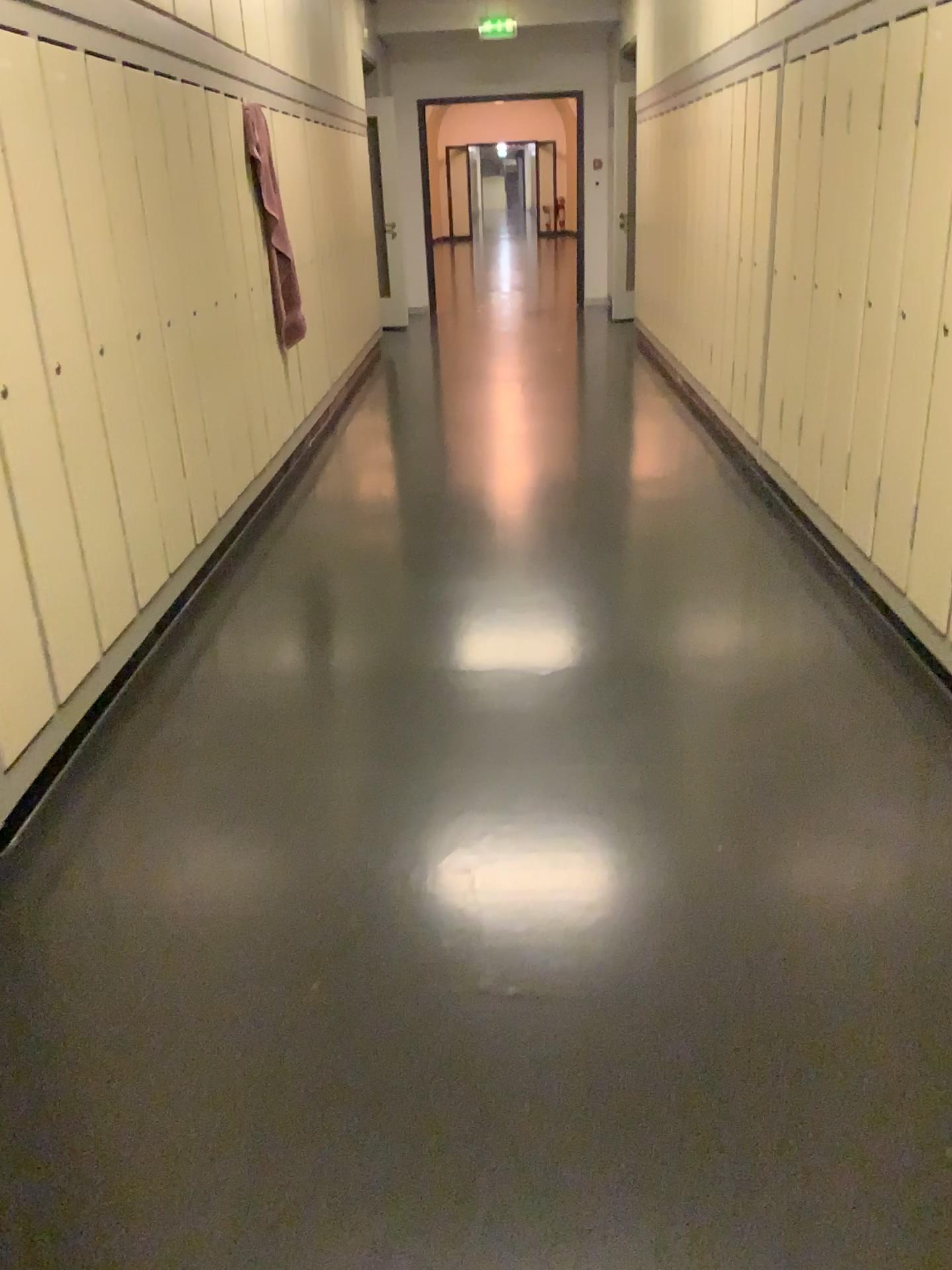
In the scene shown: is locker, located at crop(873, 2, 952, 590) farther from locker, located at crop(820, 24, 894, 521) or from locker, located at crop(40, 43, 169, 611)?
locker, located at crop(40, 43, 169, 611)

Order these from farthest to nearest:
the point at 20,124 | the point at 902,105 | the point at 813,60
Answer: the point at 813,60
the point at 902,105
the point at 20,124

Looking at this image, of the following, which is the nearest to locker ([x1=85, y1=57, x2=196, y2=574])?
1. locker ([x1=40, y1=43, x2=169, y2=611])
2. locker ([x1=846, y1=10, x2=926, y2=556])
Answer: locker ([x1=40, y1=43, x2=169, y2=611])

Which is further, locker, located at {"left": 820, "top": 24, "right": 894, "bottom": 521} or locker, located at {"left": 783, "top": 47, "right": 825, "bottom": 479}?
locker, located at {"left": 783, "top": 47, "right": 825, "bottom": 479}

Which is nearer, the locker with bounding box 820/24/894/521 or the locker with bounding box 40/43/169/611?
the locker with bounding box 40/43/169/611

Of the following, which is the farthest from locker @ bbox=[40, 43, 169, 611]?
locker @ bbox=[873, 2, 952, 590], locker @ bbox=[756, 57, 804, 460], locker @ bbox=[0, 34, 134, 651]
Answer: locker @ bbox=[756, 57, 804, 460]

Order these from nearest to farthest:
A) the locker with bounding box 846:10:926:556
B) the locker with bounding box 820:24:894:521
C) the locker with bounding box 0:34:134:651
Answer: the locker with bounding box 0:34:134:651, the locker with bounding box 846:10:926:556, the locker with bounding box 820:24:894:521

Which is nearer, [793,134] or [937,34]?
[937,34]

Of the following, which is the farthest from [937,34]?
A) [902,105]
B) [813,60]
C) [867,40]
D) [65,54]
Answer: [65,54]

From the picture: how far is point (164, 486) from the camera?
3.6 meters
